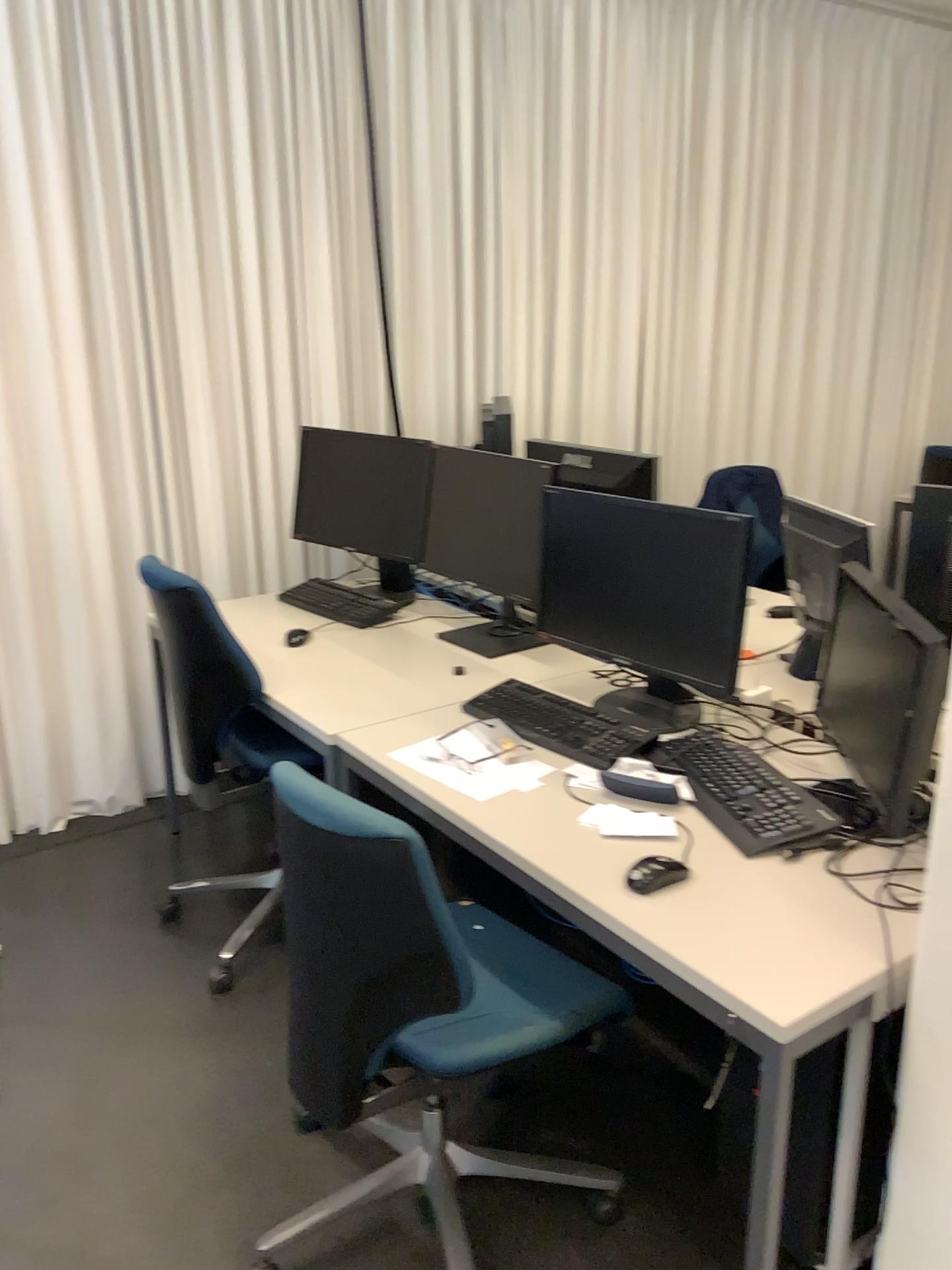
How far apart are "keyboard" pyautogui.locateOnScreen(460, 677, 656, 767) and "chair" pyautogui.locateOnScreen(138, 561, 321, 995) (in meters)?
0.42

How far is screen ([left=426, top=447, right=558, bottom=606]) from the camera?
2.64m

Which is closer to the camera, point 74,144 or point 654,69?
point 74,144

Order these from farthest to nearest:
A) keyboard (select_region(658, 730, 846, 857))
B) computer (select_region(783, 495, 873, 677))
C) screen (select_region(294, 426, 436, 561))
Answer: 1. screen (select_region(294, 426, 436, 561))
2. computer (select_region(783, 495, 873, 677))
3. keyboard (select_region(658, 730, 846, 857))

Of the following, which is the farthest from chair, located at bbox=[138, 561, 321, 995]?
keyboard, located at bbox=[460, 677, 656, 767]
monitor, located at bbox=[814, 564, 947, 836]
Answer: monitor, located at bbox=[814, 564, 947, 836]

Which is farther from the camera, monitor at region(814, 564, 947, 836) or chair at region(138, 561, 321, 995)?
chair at region(138, 561, 321, 995)

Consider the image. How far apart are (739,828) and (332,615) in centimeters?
165cm

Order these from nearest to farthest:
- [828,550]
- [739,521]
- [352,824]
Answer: [352,824] < [739,521] < [828,550]

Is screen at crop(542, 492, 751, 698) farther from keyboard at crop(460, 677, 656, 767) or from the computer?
the computer

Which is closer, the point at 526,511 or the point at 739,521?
the point at 739,521
